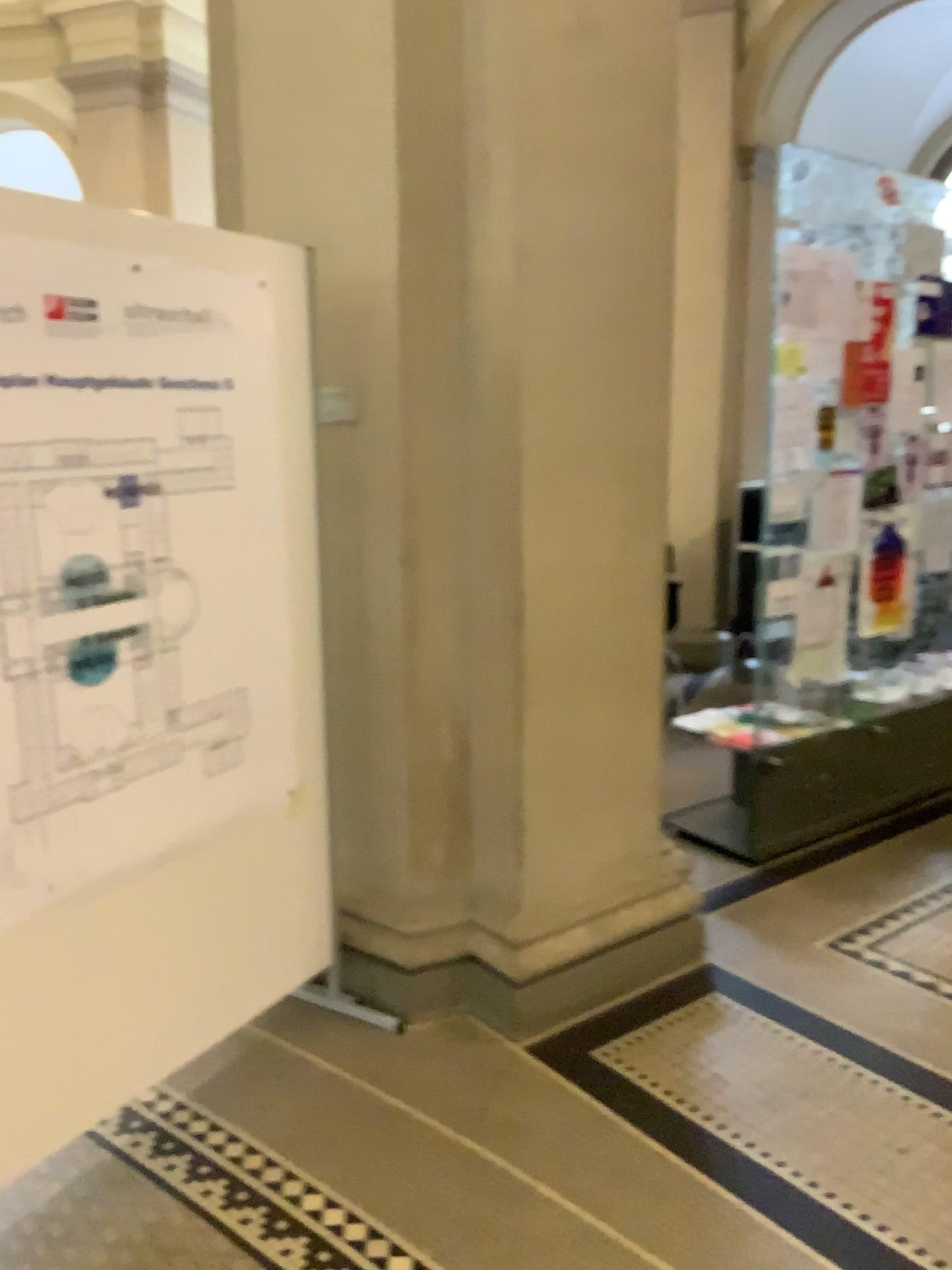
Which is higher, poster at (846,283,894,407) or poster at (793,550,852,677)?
poster at (846,283,894,407)

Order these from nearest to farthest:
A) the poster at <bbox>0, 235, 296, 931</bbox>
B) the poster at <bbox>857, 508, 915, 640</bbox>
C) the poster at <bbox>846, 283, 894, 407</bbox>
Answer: the poster at <bbox>0, 235, 296, 931</bbox> → the poster at <bbox>846, 283, 894, 407</bbox> → the poster at <bbox>857, 508, 915, 640</bbox>

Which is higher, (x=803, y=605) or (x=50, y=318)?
(x=50, y=318)

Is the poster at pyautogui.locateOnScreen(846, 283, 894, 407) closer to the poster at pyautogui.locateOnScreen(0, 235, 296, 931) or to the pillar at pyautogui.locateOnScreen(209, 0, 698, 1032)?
the pillar at pyautogui.locateOnScreen(209, 0, 698, 1032)

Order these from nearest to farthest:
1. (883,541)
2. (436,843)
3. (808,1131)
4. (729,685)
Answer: (808,1131) → (436,843) → (883,541) → (729,685)

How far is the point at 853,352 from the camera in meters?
3.7 m

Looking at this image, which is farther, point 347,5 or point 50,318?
point 347,5

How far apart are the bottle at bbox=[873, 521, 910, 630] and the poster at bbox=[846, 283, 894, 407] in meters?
0.5

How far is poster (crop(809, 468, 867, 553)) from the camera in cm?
375

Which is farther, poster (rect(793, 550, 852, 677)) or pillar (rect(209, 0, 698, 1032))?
A: poster (rect(793, 550, 852, 677))
